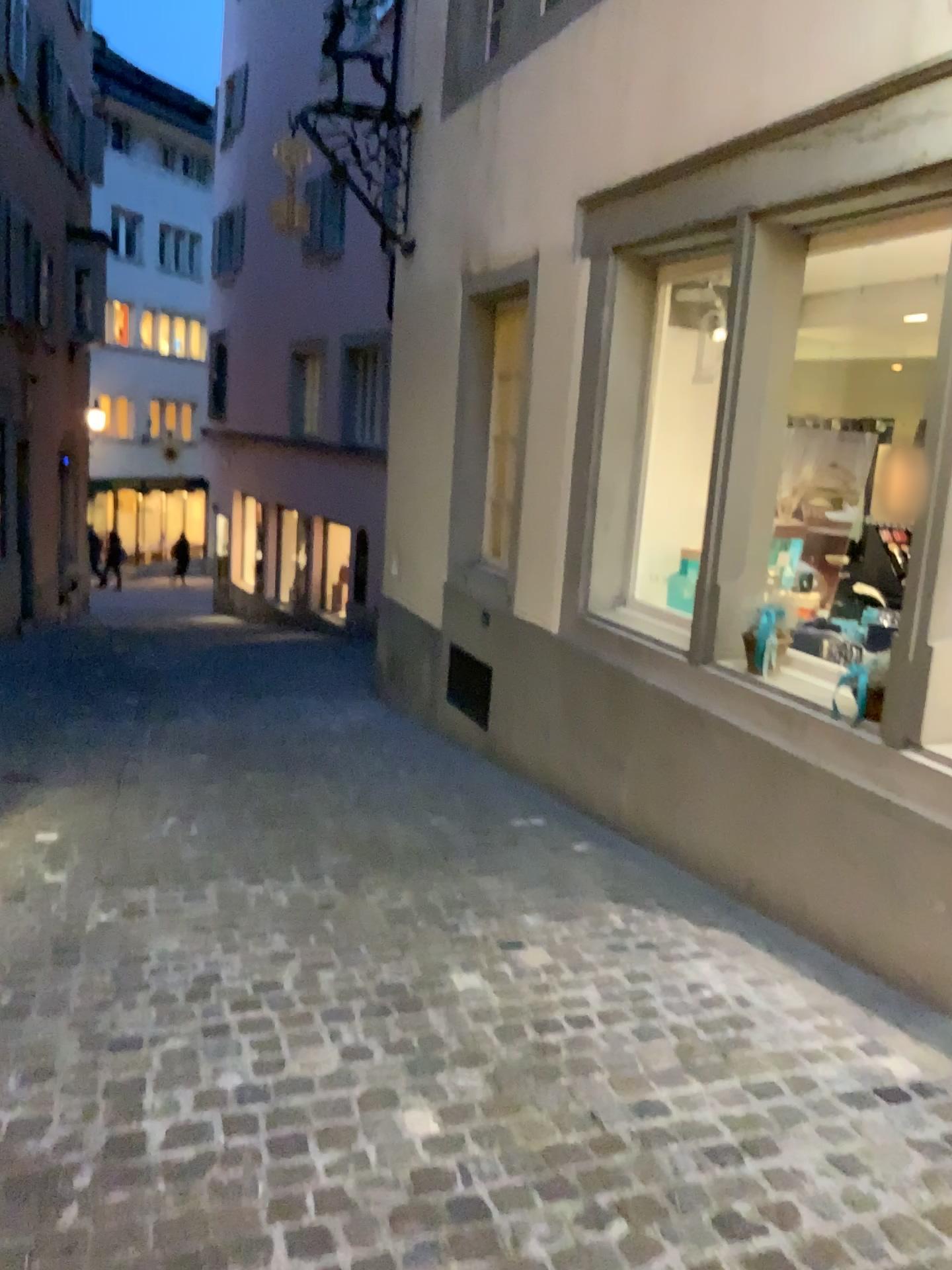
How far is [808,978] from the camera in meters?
3.2 m
